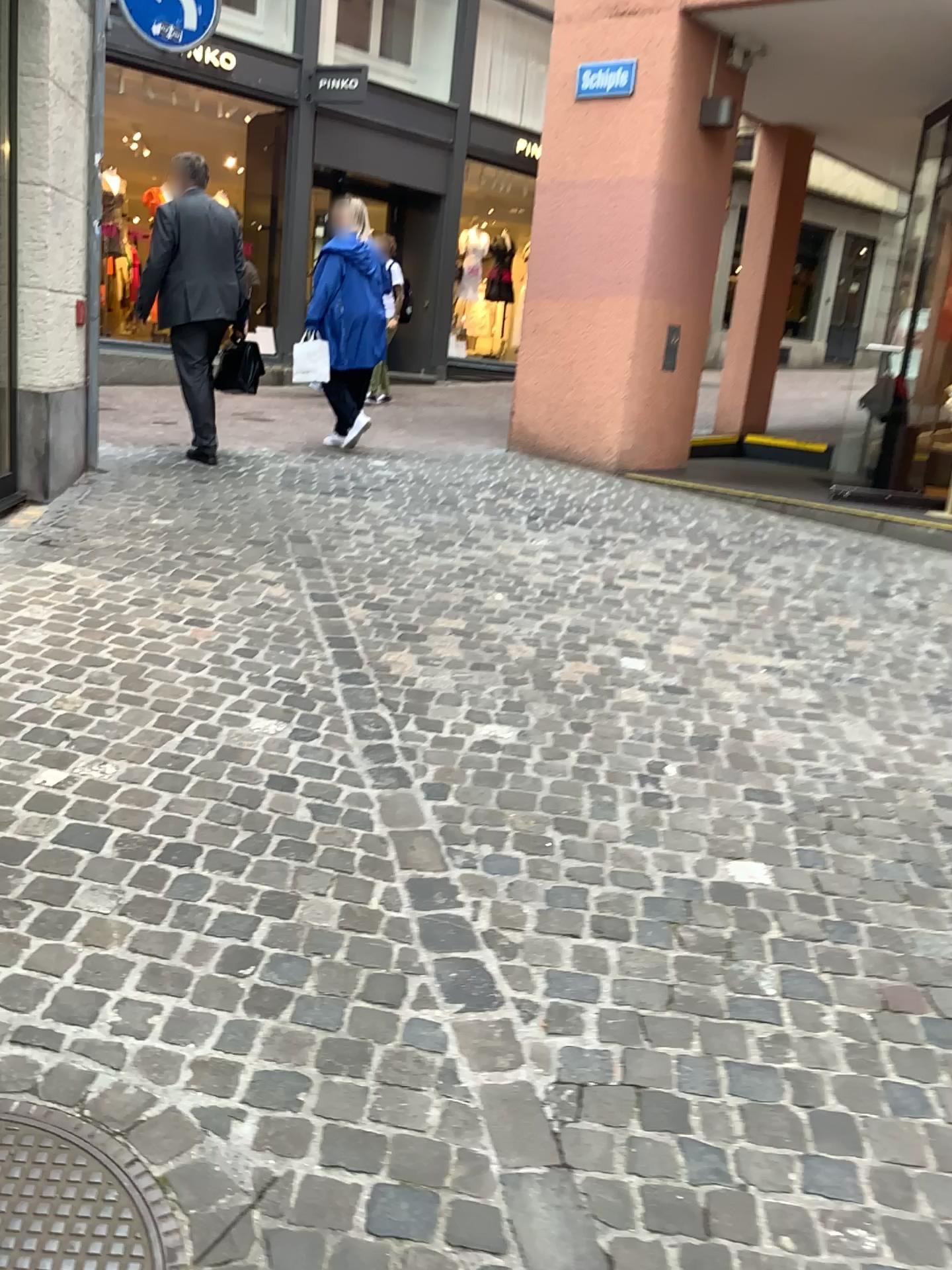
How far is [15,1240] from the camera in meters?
1.5 m

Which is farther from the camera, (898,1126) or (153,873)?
(153,873)

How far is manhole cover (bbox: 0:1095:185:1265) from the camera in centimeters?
150cm
